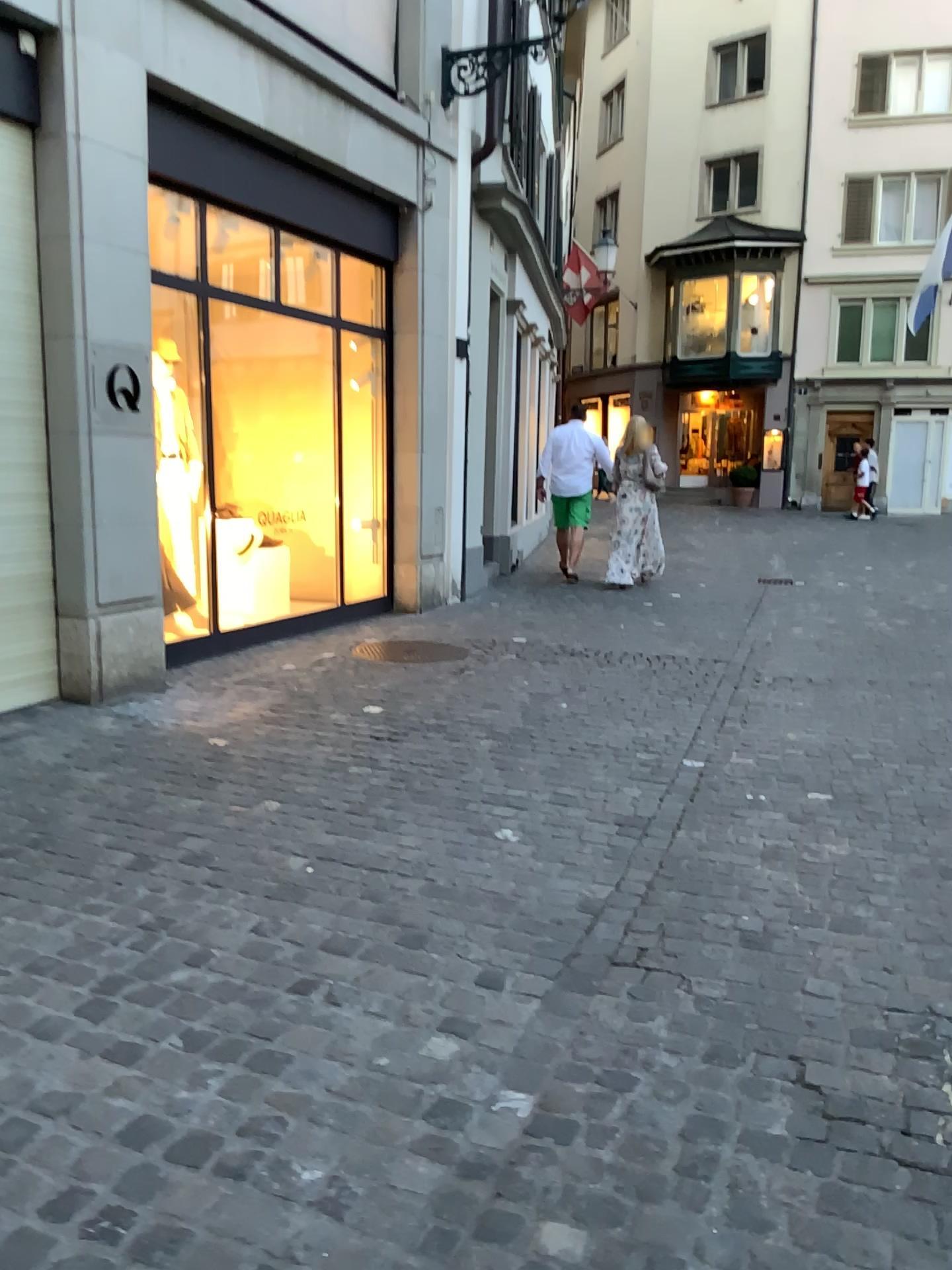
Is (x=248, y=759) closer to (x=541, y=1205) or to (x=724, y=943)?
(x=724, y=943)
